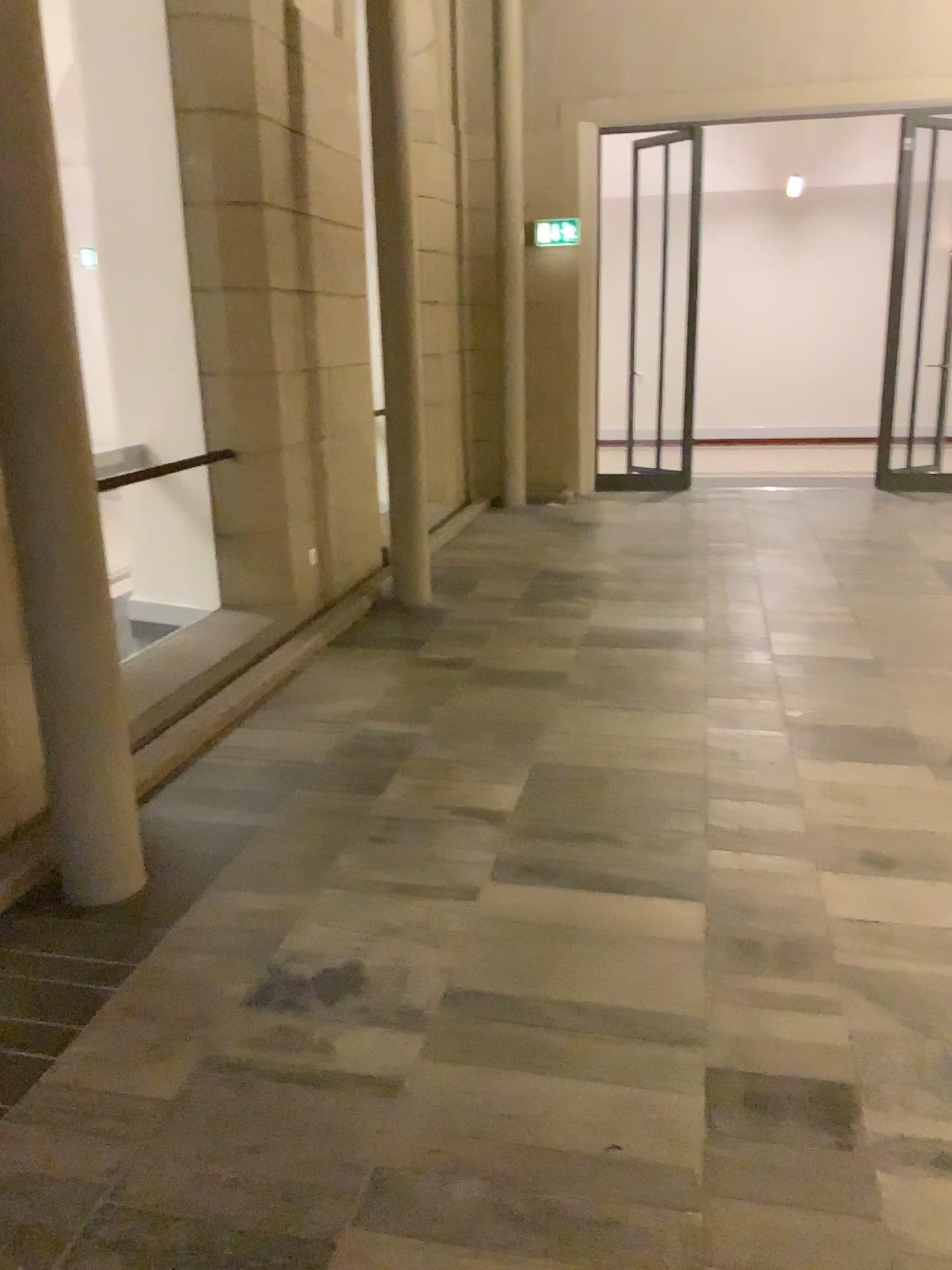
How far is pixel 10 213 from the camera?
2.55m

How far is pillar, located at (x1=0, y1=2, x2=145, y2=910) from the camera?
2.5 meters

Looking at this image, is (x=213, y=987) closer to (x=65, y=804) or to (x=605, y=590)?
(x=65, y=804)
